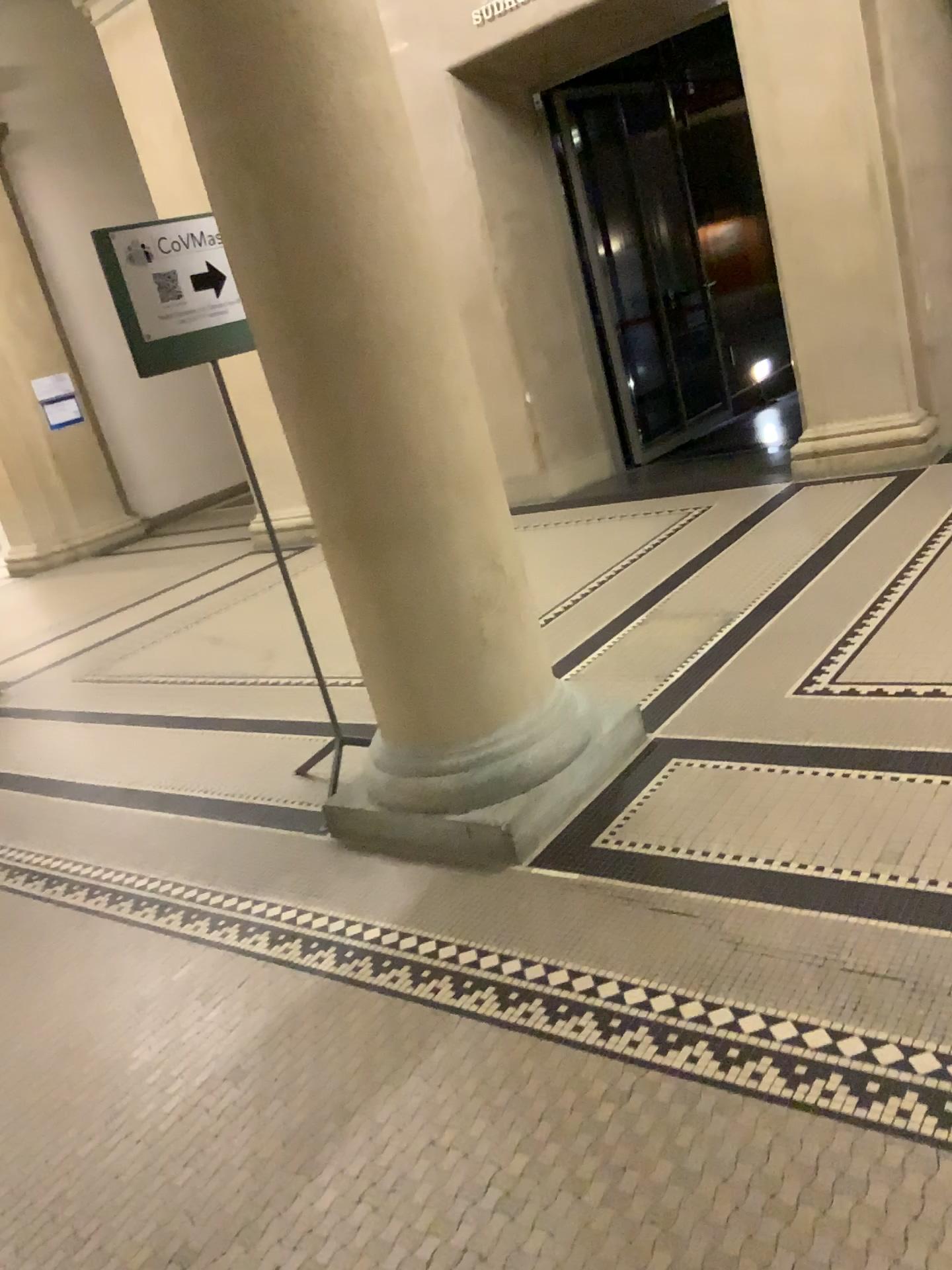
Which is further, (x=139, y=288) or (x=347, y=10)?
(x=139, y=288)

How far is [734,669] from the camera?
3.5 meters

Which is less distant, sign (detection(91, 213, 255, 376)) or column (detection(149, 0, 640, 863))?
column (detection(149, 0, 640, 863))

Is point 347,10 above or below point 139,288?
above
